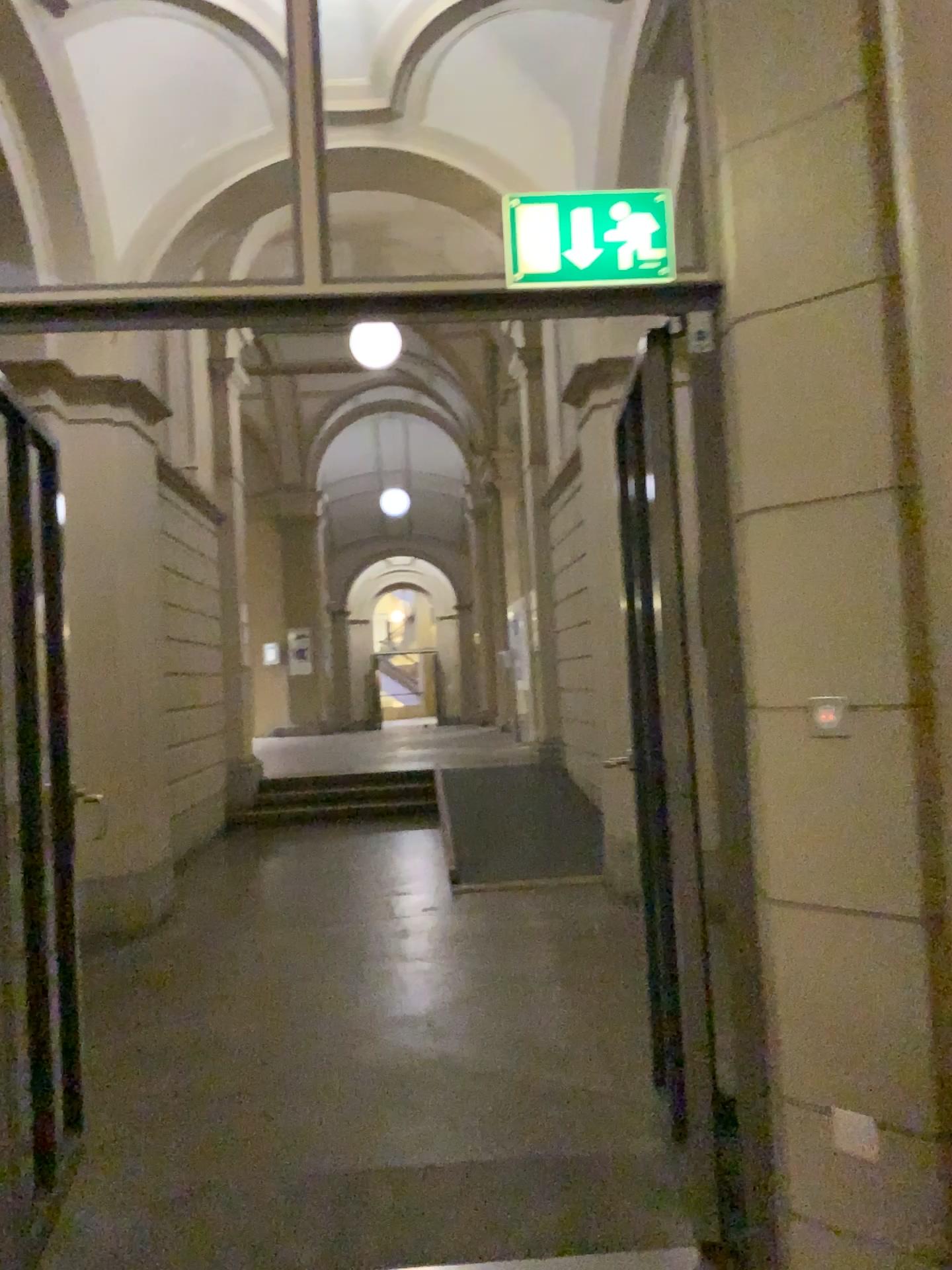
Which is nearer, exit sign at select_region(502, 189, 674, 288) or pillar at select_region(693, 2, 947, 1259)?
pillar at select_region(693, 2, 947, 1259)

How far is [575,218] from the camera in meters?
2.3

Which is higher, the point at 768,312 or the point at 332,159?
the point at 332,159

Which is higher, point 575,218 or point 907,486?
point 575,218

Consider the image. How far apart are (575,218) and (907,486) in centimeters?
91cm

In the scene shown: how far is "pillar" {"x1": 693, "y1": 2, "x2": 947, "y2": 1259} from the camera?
2.0m

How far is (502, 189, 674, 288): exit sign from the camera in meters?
2.3 m
